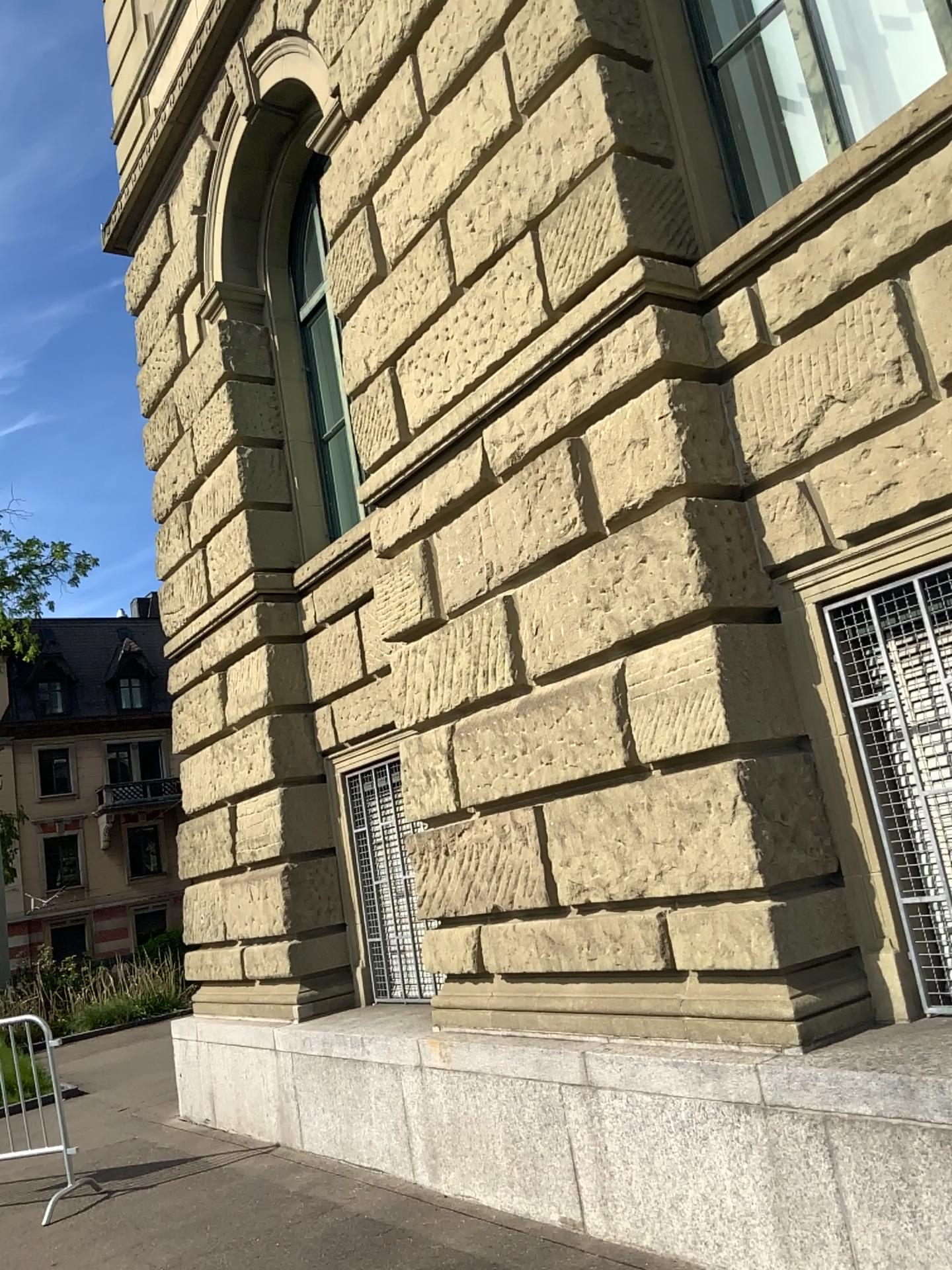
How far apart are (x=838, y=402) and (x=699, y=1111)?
2.6 meters
